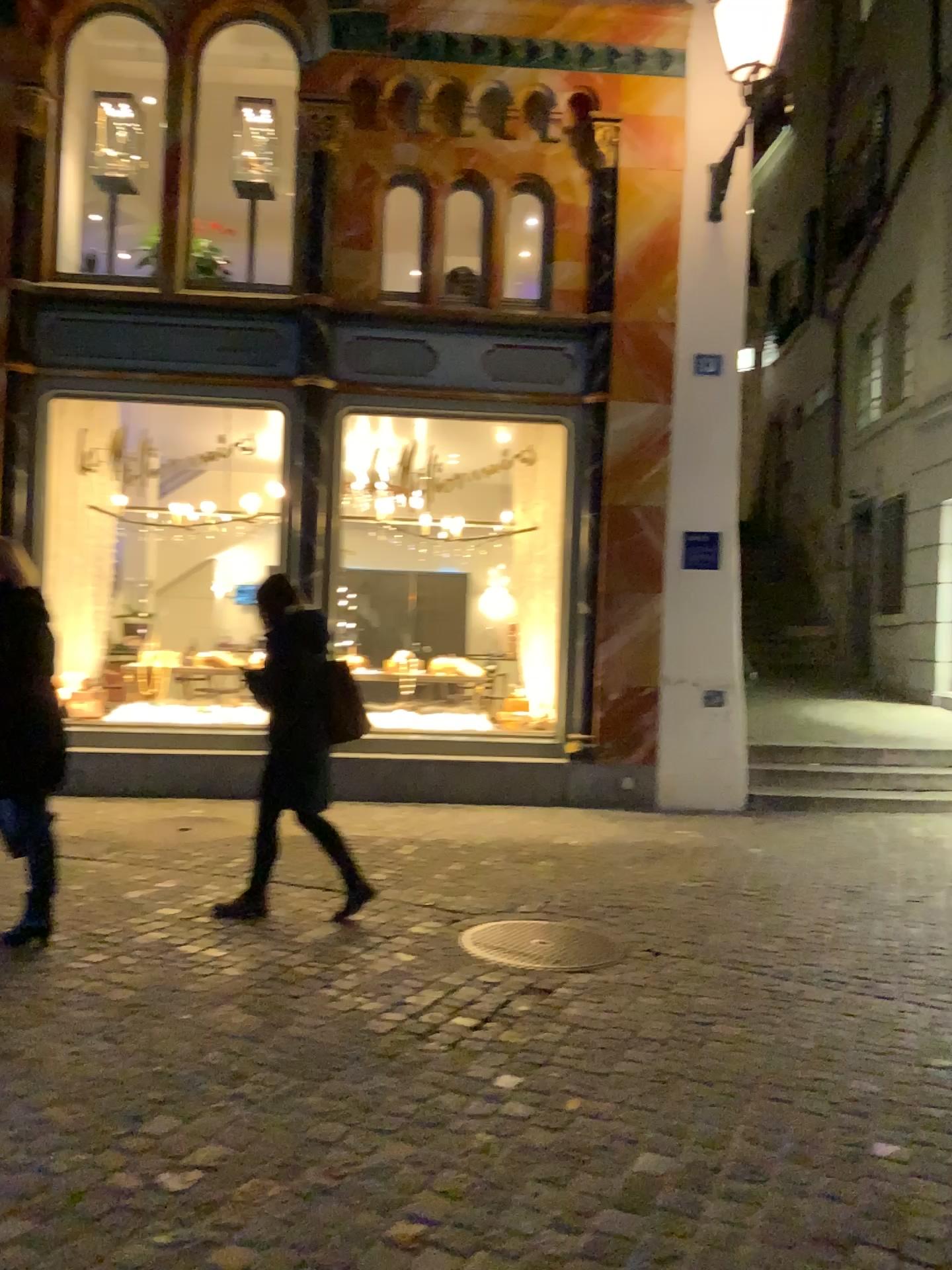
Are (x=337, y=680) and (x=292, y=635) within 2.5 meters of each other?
yes

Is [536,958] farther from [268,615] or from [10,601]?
[10,601]

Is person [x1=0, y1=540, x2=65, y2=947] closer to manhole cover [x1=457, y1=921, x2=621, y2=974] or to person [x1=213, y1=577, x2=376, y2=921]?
person [x1=213, y1=577, x2=376, y2=921]

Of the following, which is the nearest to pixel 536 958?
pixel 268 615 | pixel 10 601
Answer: pixel 268 615

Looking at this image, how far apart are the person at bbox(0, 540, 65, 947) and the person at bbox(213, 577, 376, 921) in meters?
0.7

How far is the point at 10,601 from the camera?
4.00m

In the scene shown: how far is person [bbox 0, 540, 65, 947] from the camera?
4.00m

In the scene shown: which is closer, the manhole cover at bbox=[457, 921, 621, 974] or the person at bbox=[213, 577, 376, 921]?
the manhole cover at bbox=[457, 921, 621, 974]

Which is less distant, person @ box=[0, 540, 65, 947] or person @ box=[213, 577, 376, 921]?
person @ box=[0, 540, 65, 947]

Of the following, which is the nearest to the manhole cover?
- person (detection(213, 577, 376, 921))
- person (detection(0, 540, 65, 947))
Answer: person (detection(213, 577, 376, 921))
